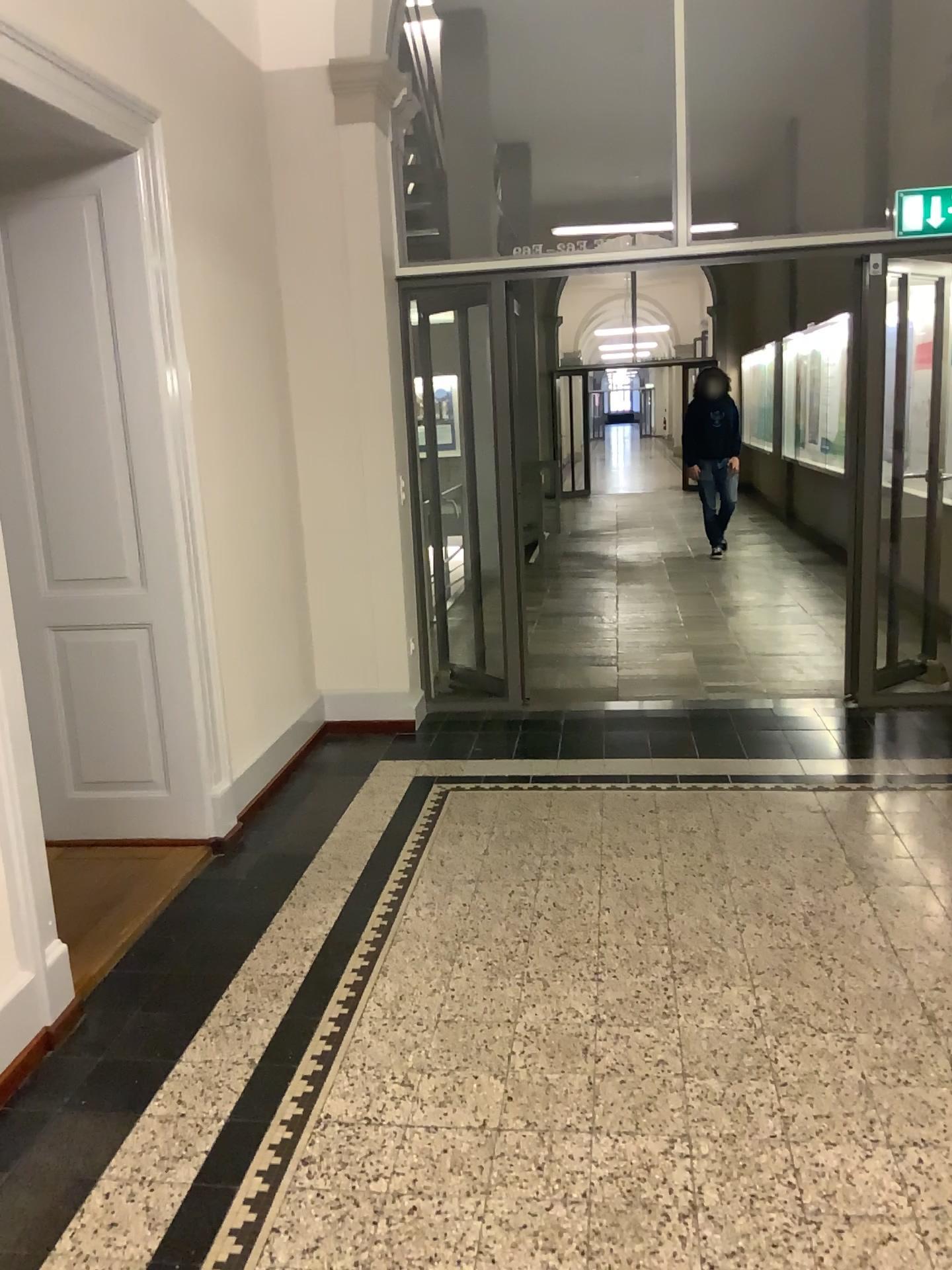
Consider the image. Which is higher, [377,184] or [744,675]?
[377,184]
